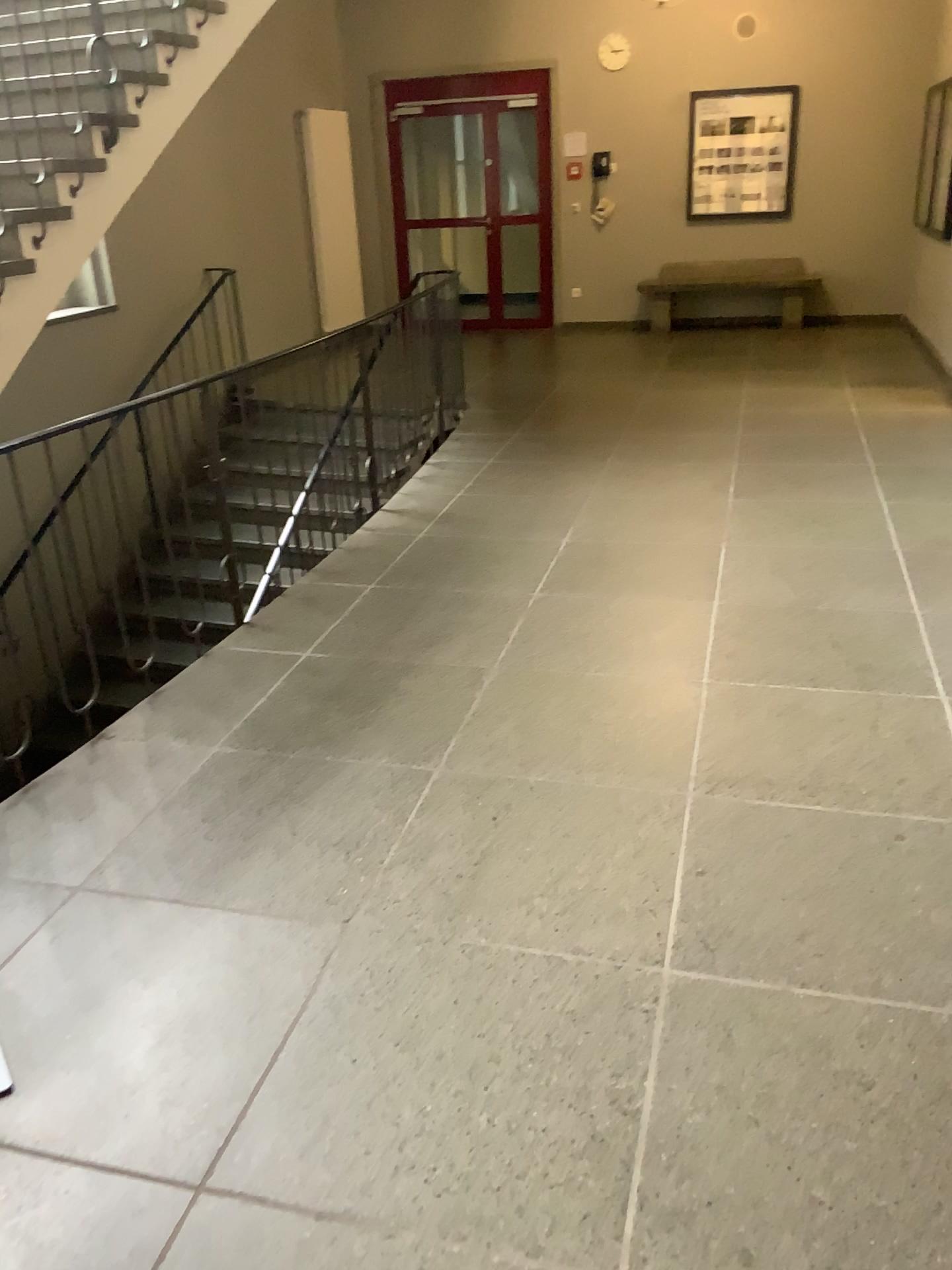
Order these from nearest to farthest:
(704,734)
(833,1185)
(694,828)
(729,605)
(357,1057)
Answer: (833,1185) < (357,1057) < (694,828) < (704,734) < (729,605)
